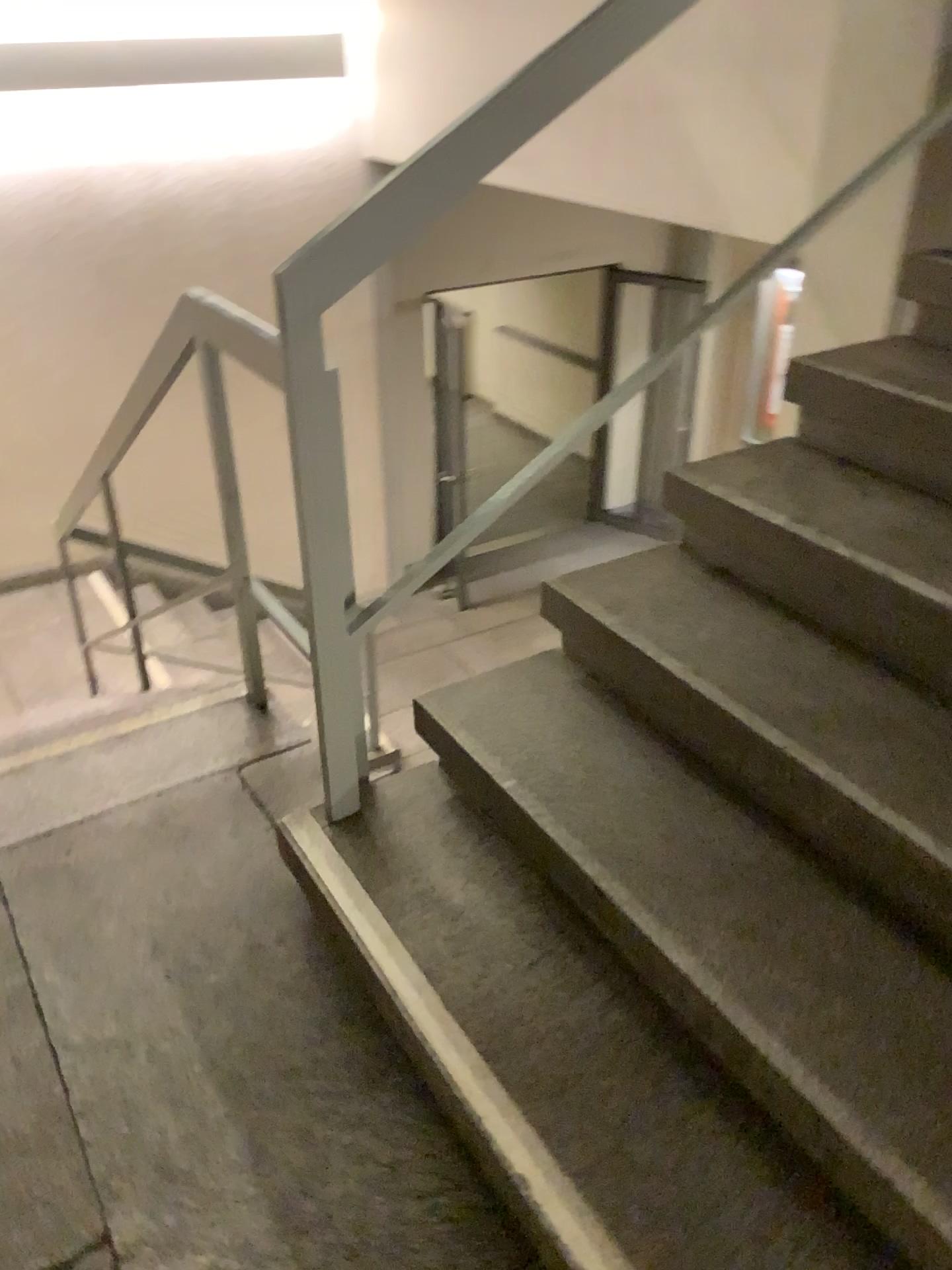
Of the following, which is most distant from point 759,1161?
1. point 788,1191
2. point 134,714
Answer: point 134,714

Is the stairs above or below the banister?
below

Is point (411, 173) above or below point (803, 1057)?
above
